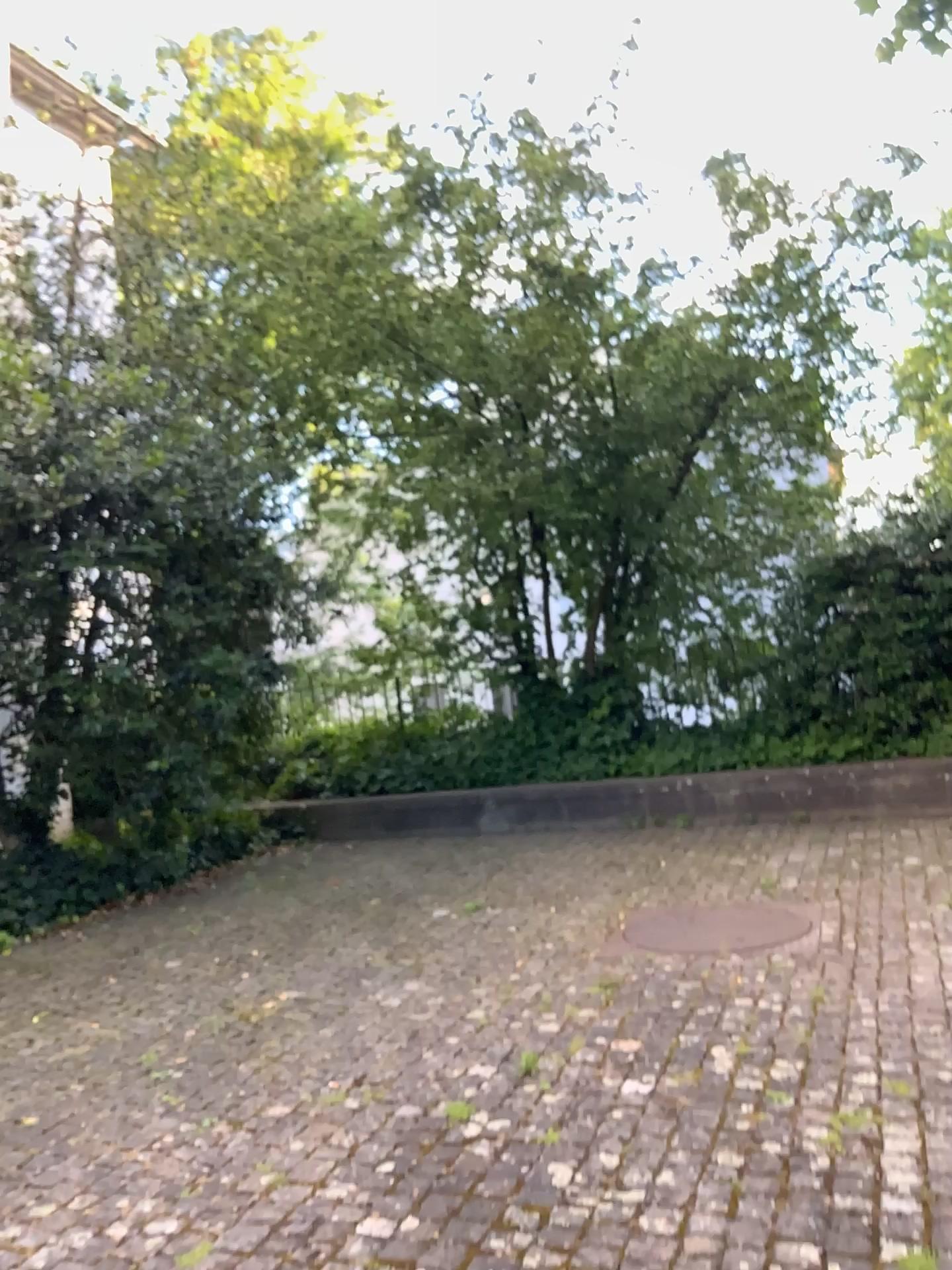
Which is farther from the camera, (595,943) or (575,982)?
(595,943)
